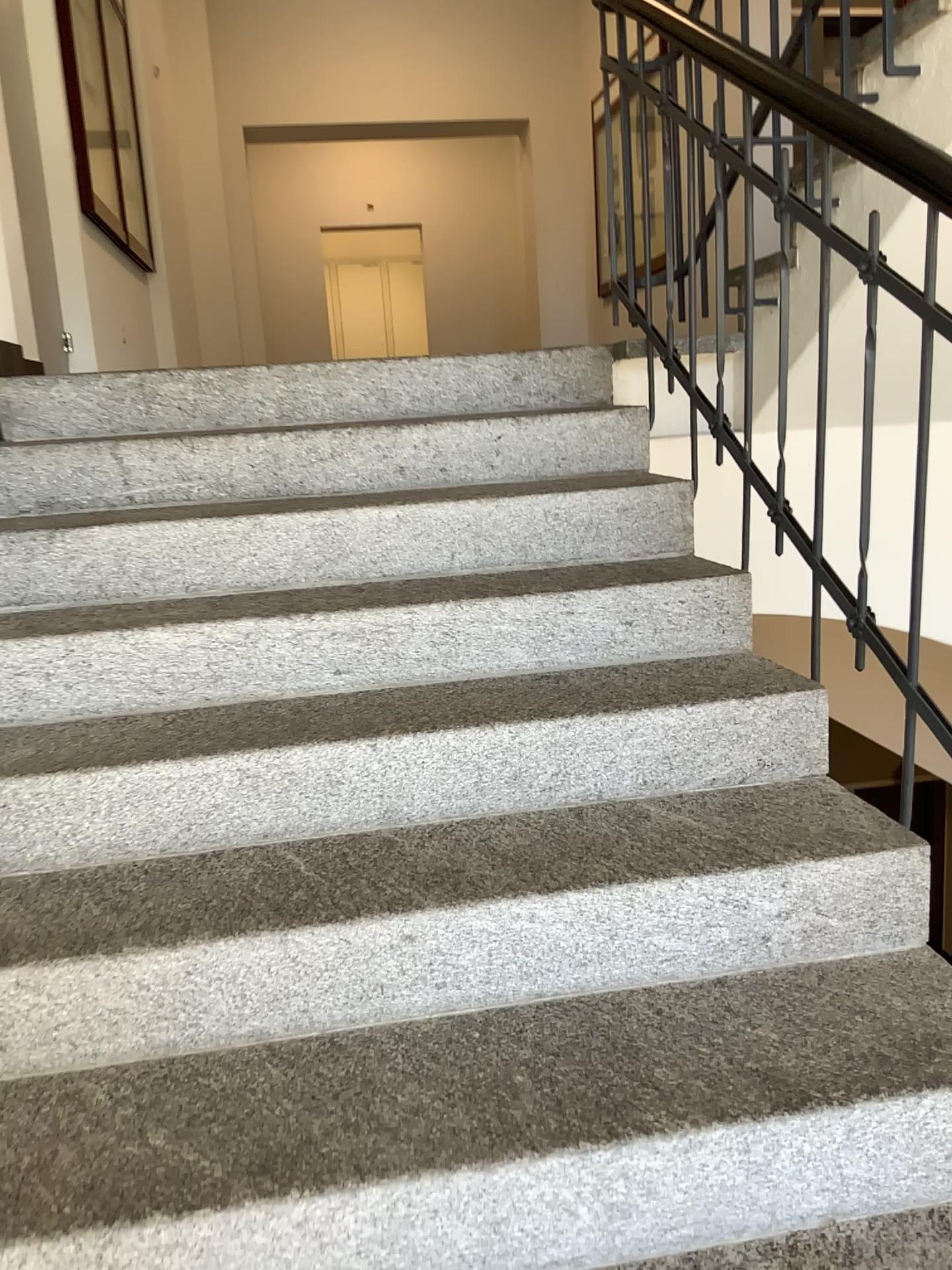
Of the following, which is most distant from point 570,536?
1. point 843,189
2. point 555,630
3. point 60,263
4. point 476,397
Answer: point 60,263
